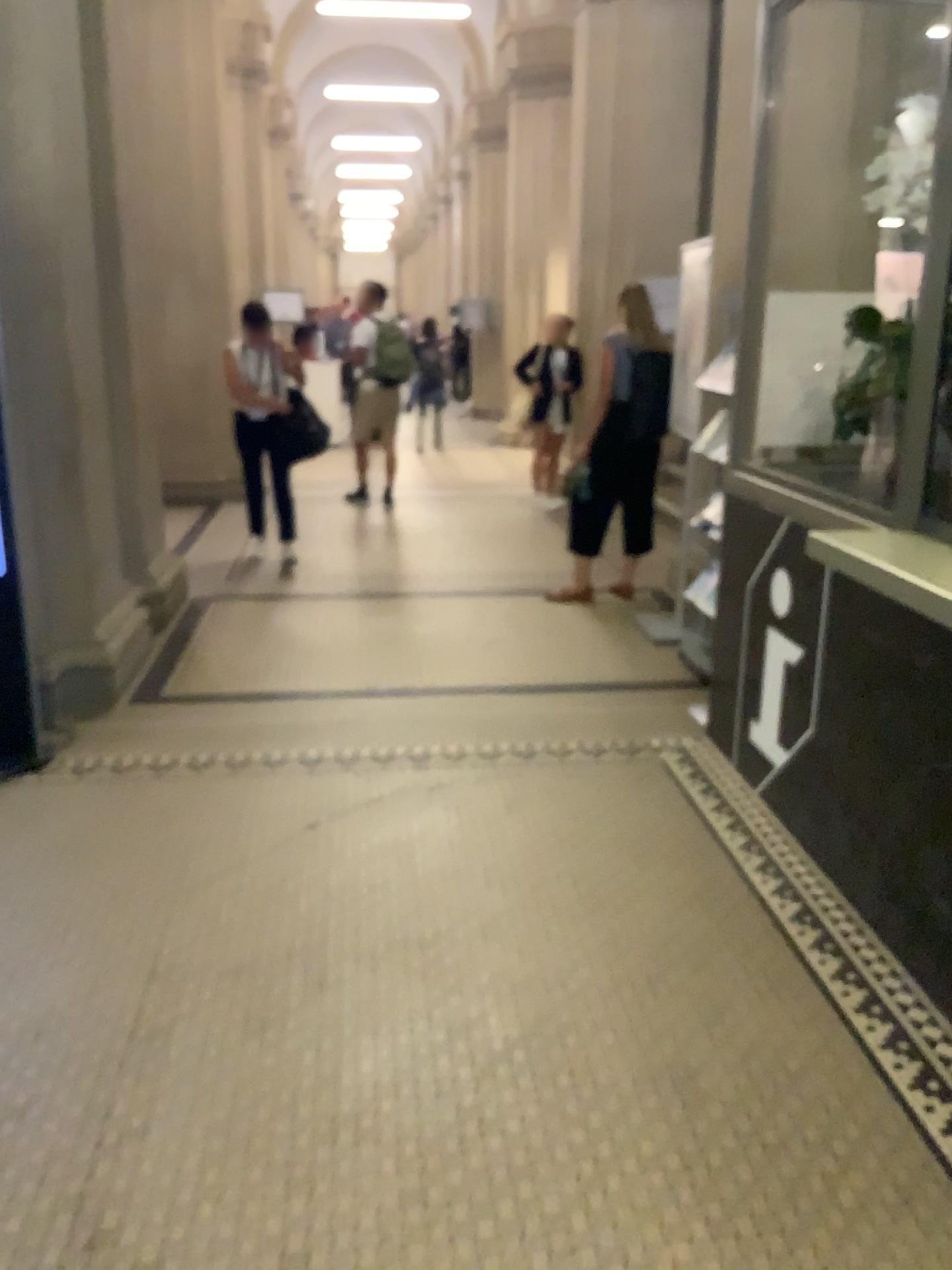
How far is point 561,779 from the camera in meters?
3.6 m
